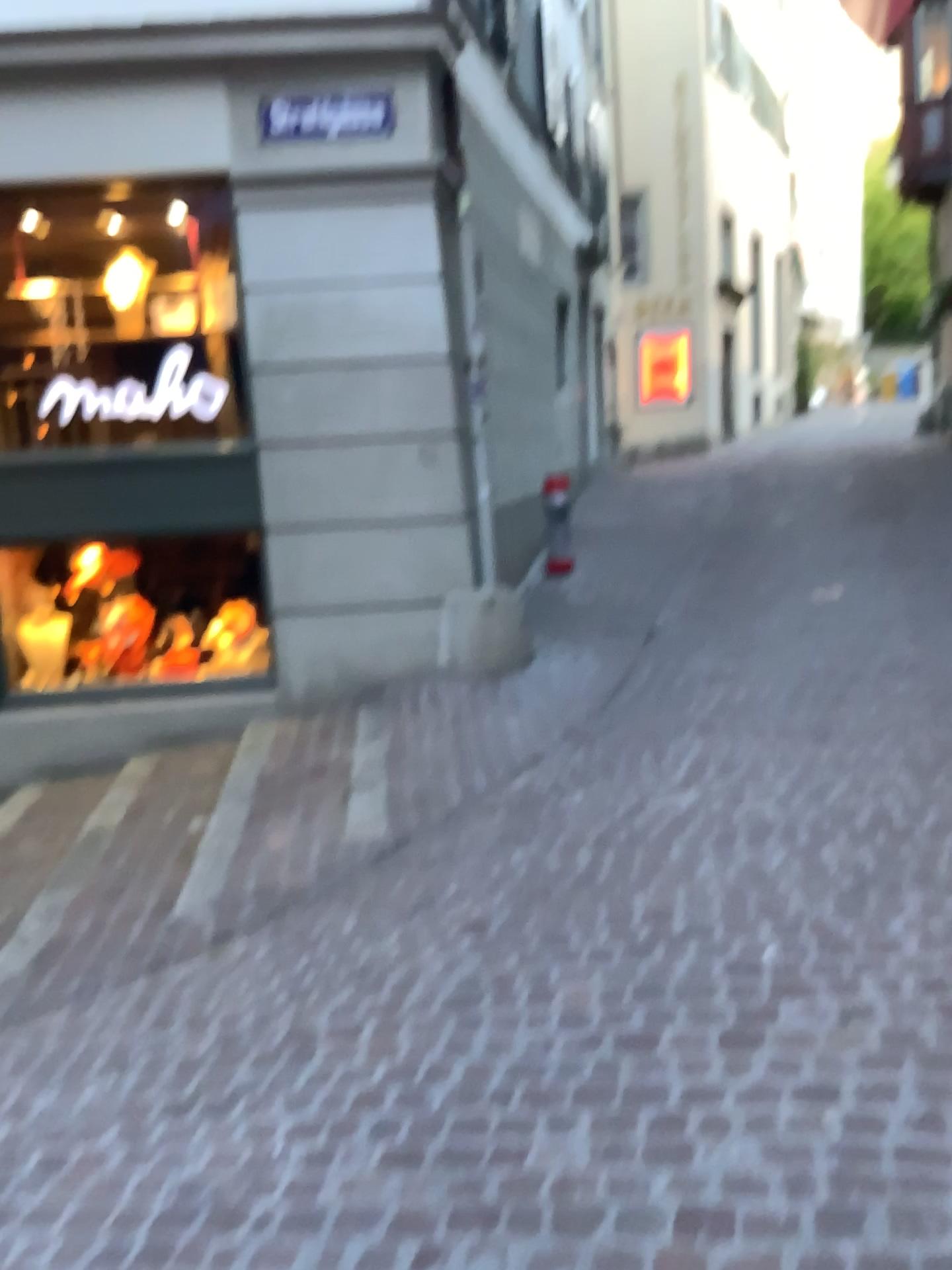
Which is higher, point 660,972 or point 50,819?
point 660,972
